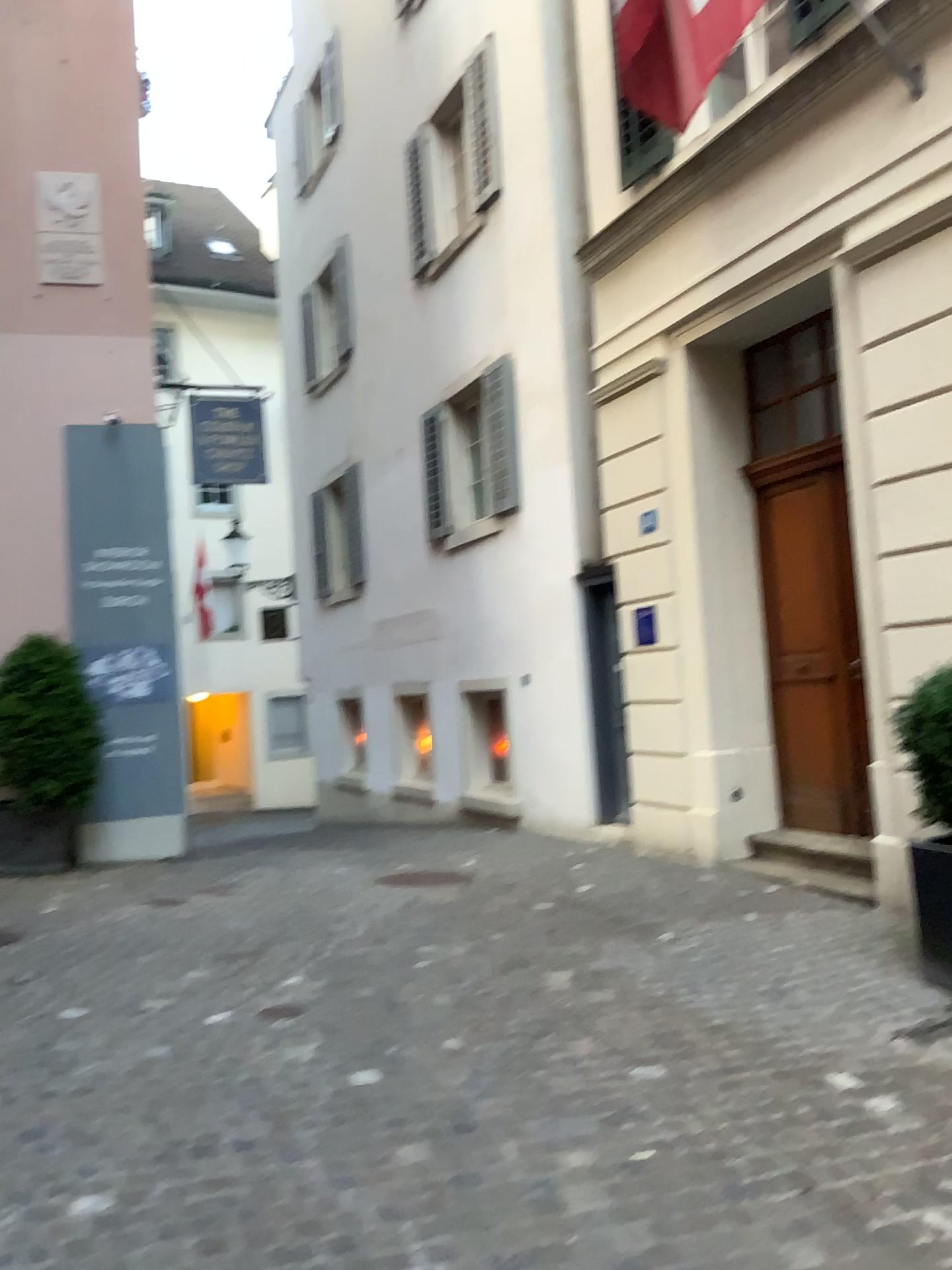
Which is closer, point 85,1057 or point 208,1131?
point 208,1131
